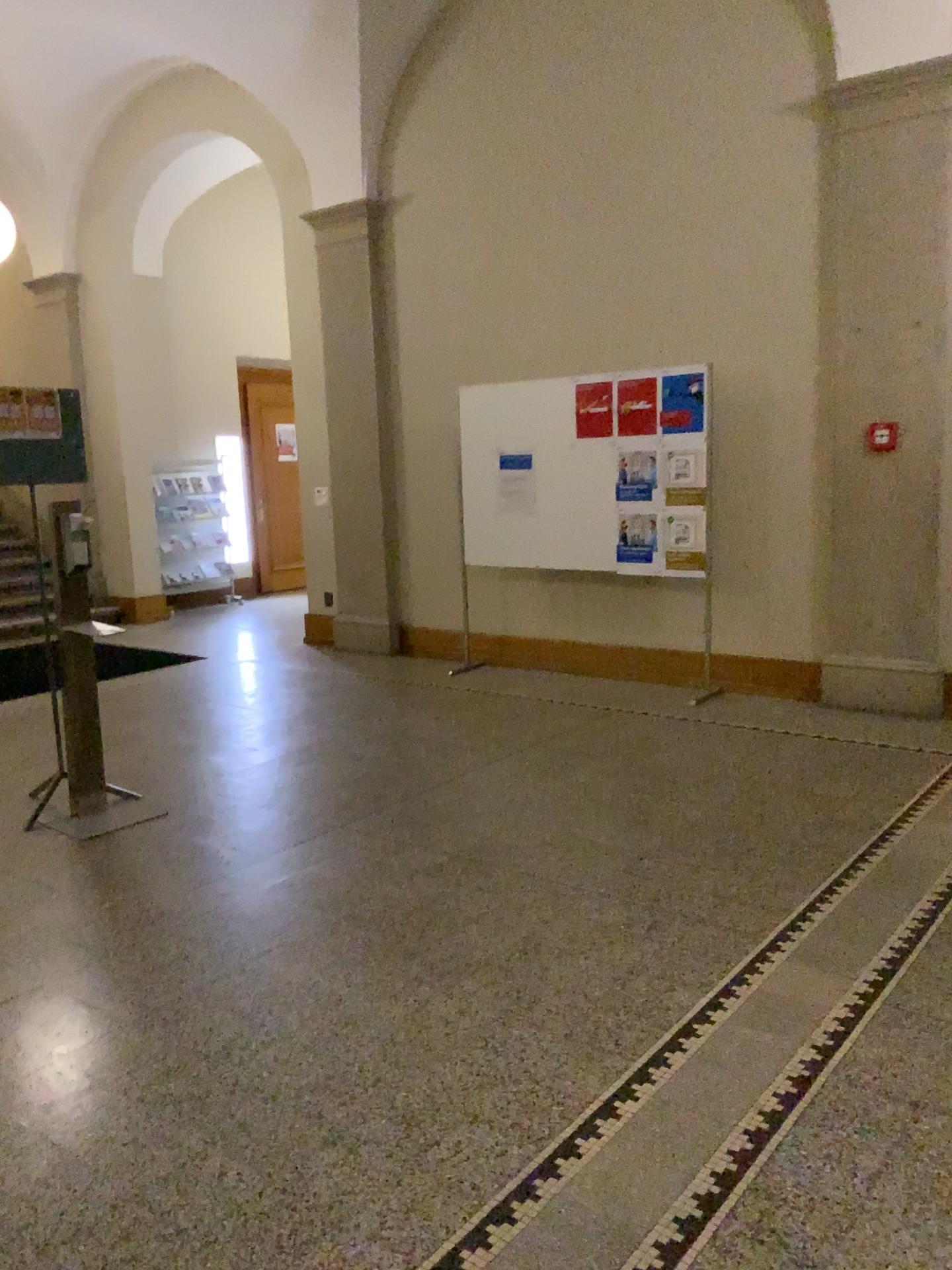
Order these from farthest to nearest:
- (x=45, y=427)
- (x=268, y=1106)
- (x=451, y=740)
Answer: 1. (x=451, y=740)
2. (x=45, y=427)
3. (x=268, y=1106)
